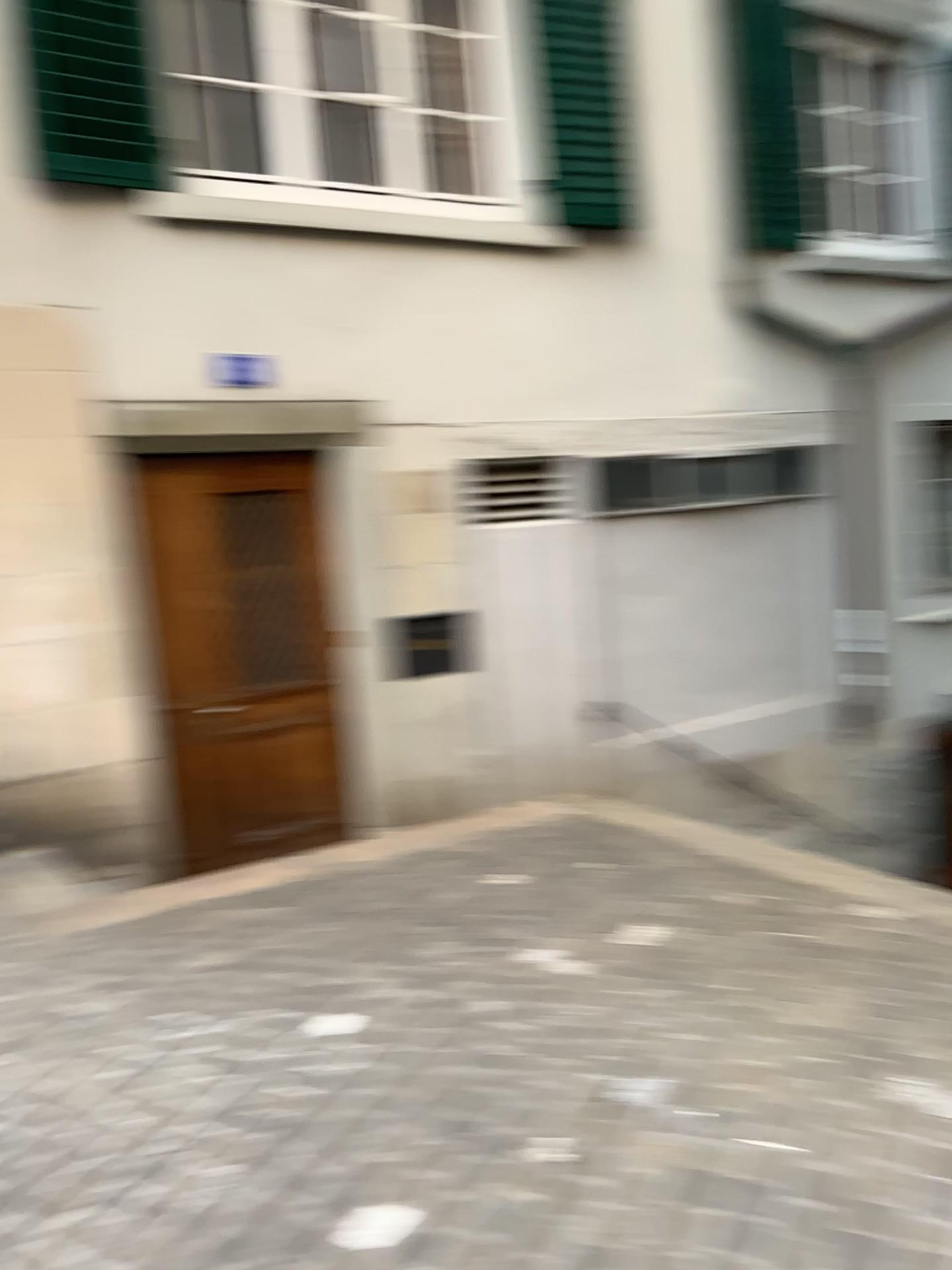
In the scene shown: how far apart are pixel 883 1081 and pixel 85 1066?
1.9m
